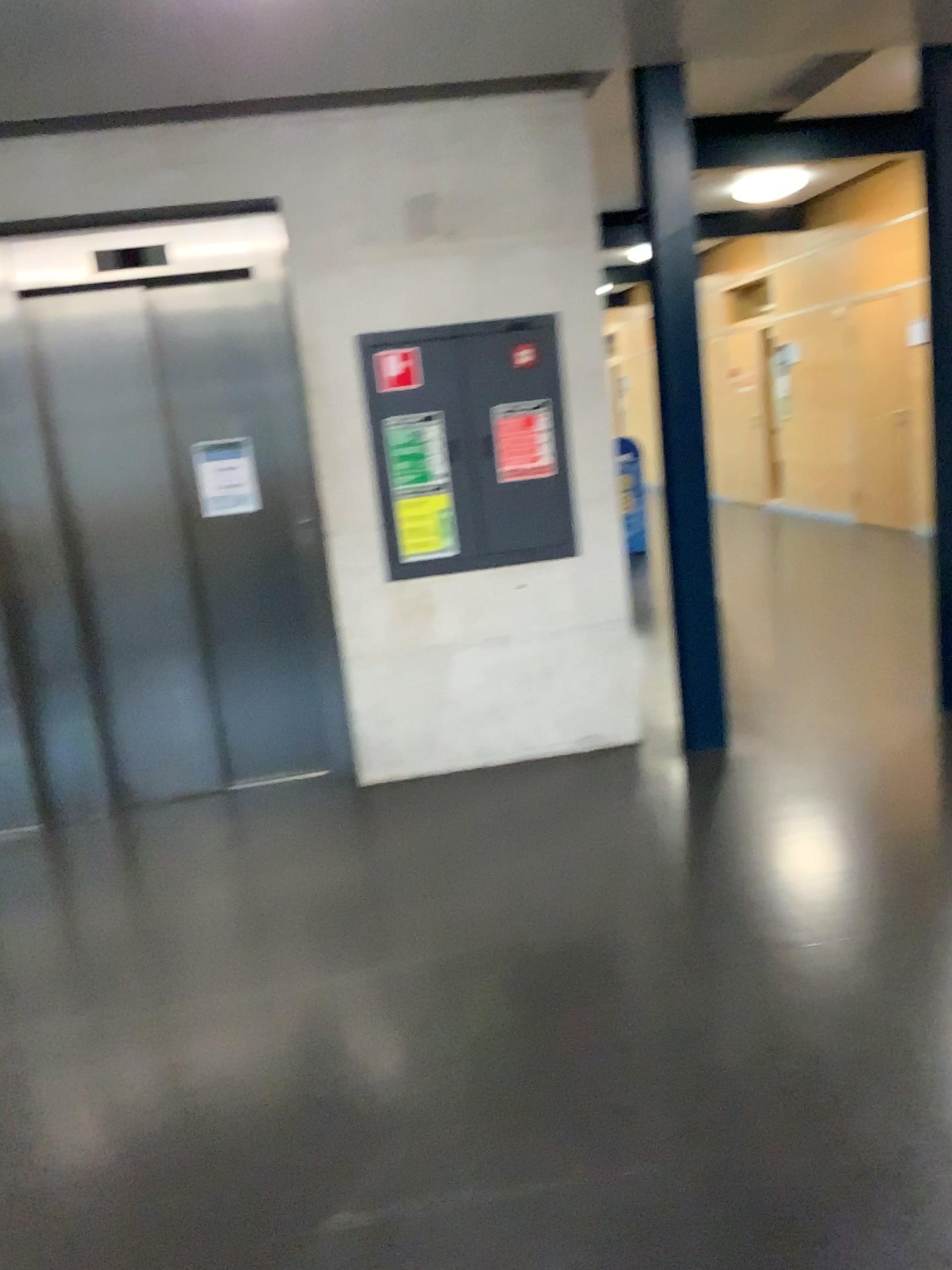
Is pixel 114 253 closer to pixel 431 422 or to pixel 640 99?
pixel 431 422

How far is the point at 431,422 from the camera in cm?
415

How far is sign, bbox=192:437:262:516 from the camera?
4.32m

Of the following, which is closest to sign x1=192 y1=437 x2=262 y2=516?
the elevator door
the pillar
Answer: the elevator door

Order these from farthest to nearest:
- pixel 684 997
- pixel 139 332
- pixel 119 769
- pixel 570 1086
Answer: pixel 119 769, pixel 139 332, pixel 684 997, pixel 570 1086

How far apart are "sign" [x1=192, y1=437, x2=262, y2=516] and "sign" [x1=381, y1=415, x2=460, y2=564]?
0.6 meters

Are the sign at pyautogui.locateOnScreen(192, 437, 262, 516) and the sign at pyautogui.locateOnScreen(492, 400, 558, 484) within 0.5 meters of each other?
no

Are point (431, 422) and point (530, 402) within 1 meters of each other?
yes

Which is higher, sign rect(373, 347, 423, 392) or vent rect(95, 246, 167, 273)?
vent rect(95, 246, 167, 273)

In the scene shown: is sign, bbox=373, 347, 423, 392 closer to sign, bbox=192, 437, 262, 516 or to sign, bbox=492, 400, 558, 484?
sign, bbox=492, 400, 558, 484
